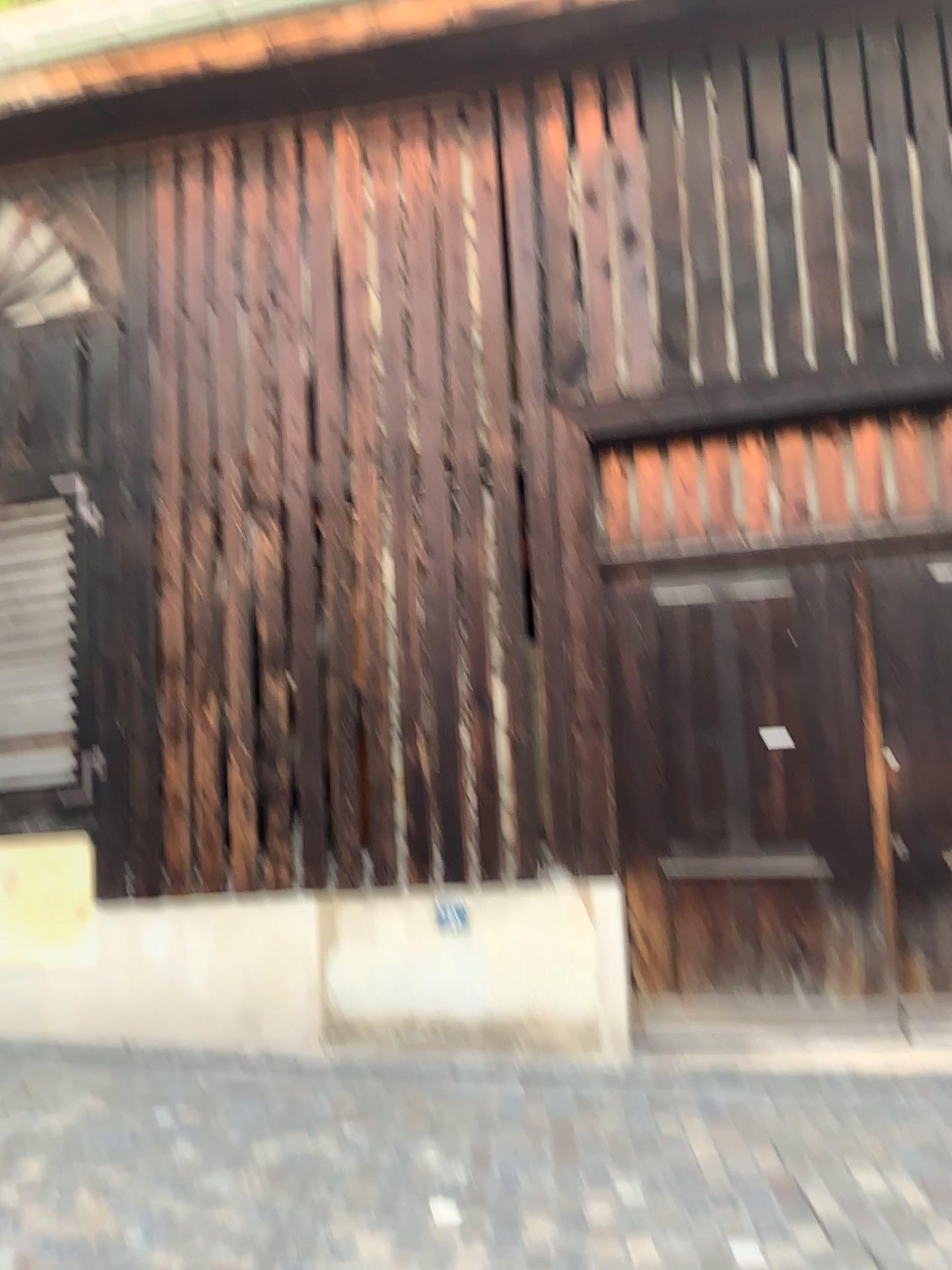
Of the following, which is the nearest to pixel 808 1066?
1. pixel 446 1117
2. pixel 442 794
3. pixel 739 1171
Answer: pixel 739 1171
